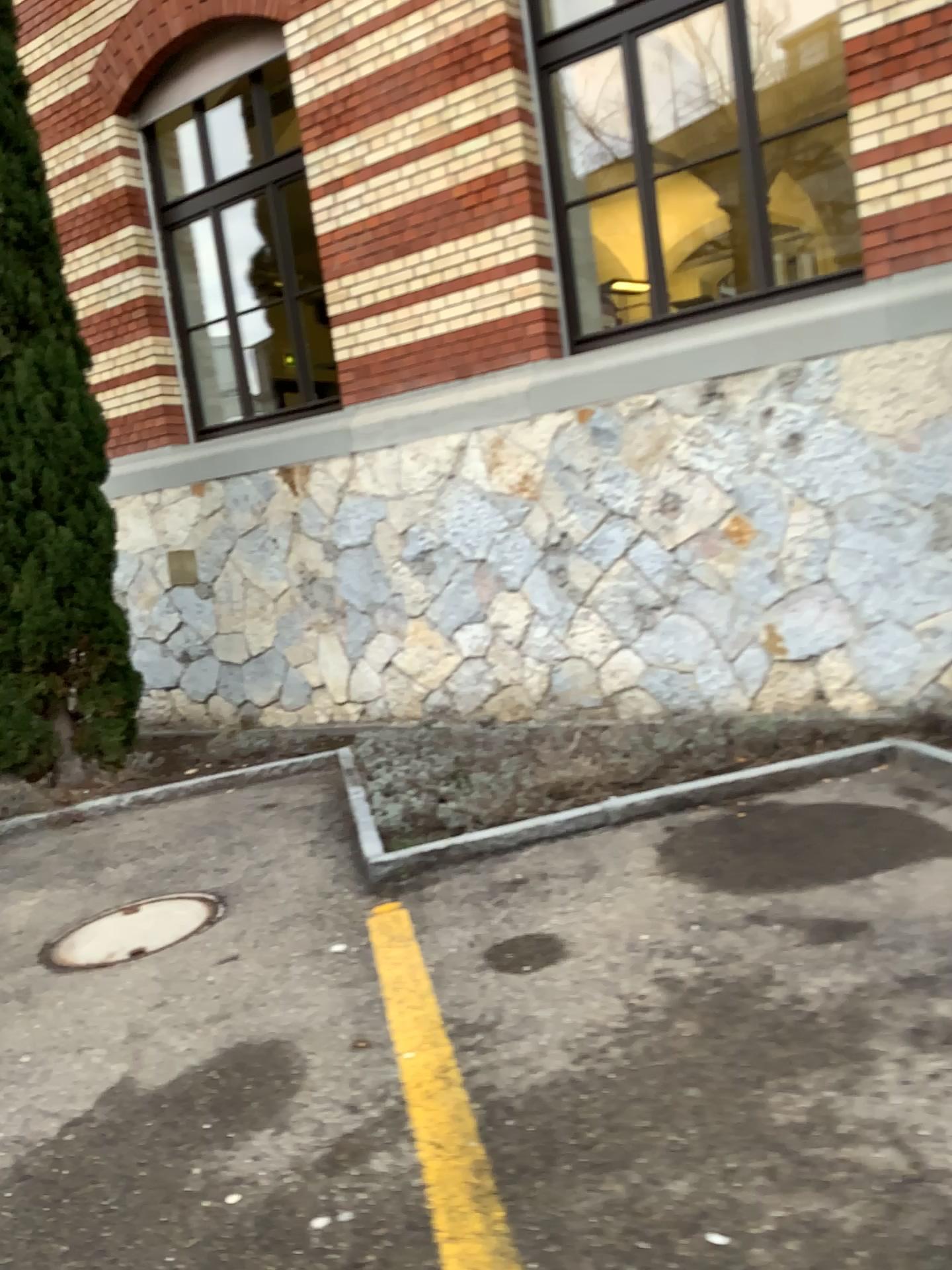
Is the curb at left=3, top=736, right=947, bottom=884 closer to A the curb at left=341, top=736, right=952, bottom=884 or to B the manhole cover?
A the curb at left=341, top=736, right=952, bottom=884

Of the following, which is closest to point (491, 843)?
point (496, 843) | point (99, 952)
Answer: point (496, 843)

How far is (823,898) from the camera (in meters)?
3.21

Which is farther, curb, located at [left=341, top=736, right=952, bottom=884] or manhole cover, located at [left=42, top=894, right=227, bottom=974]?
curb, located at [left=341, top=736, right=952, bottom=884]

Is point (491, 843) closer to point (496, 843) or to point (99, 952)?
point (496, 843)

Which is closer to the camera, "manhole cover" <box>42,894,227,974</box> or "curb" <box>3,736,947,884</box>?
"manhole cover" <box>42,894,227,974</box>

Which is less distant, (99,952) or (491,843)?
(99,952)

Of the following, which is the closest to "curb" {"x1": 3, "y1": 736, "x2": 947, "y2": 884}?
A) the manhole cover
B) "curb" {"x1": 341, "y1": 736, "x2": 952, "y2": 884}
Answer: "curb" {"x1": 341, "y1": 736, "x2": 952, "y2": 884}
